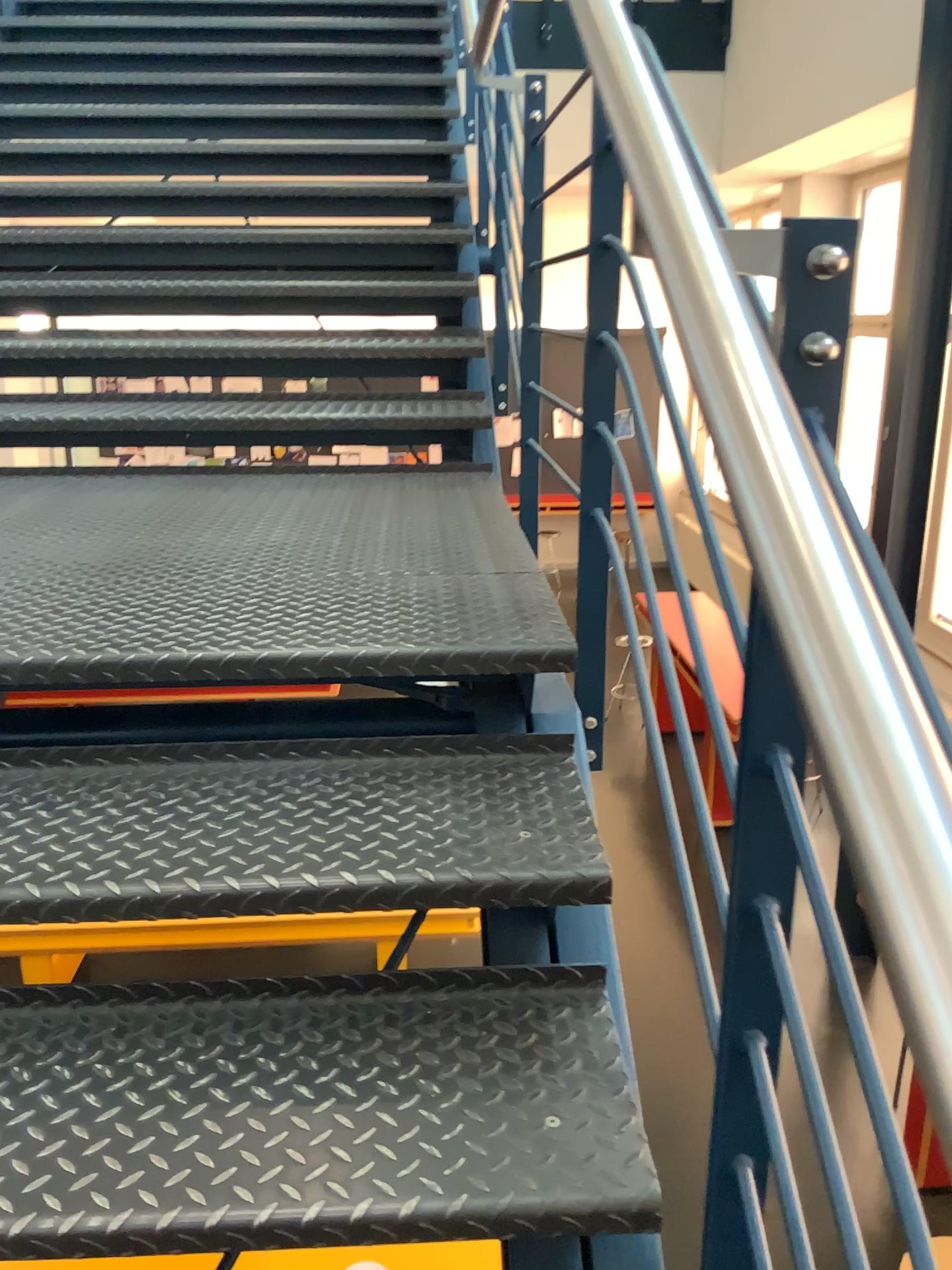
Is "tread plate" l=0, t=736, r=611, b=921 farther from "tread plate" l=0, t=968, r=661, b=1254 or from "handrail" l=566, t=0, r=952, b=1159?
"handrail" l=566, t=0, r=952, b=1159

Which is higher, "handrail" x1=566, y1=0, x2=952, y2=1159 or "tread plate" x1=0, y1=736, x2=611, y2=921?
"handrail" x1=566, y1=0, x2=952, y2=1159

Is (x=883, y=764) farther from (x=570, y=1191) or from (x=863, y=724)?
(x=570, y=1191)

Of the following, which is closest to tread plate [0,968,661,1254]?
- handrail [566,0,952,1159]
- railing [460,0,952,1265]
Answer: railing [460,0,952,1265]

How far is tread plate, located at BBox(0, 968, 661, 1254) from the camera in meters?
1.0 m

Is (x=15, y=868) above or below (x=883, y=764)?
below

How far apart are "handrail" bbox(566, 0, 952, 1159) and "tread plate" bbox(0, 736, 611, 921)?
0.66m

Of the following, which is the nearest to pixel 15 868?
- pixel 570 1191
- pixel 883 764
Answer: pixel 570 1191

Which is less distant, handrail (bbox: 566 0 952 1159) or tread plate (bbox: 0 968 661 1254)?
handrail (bbox: 566 0 952 1159)

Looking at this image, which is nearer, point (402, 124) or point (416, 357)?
point (416, 357)
